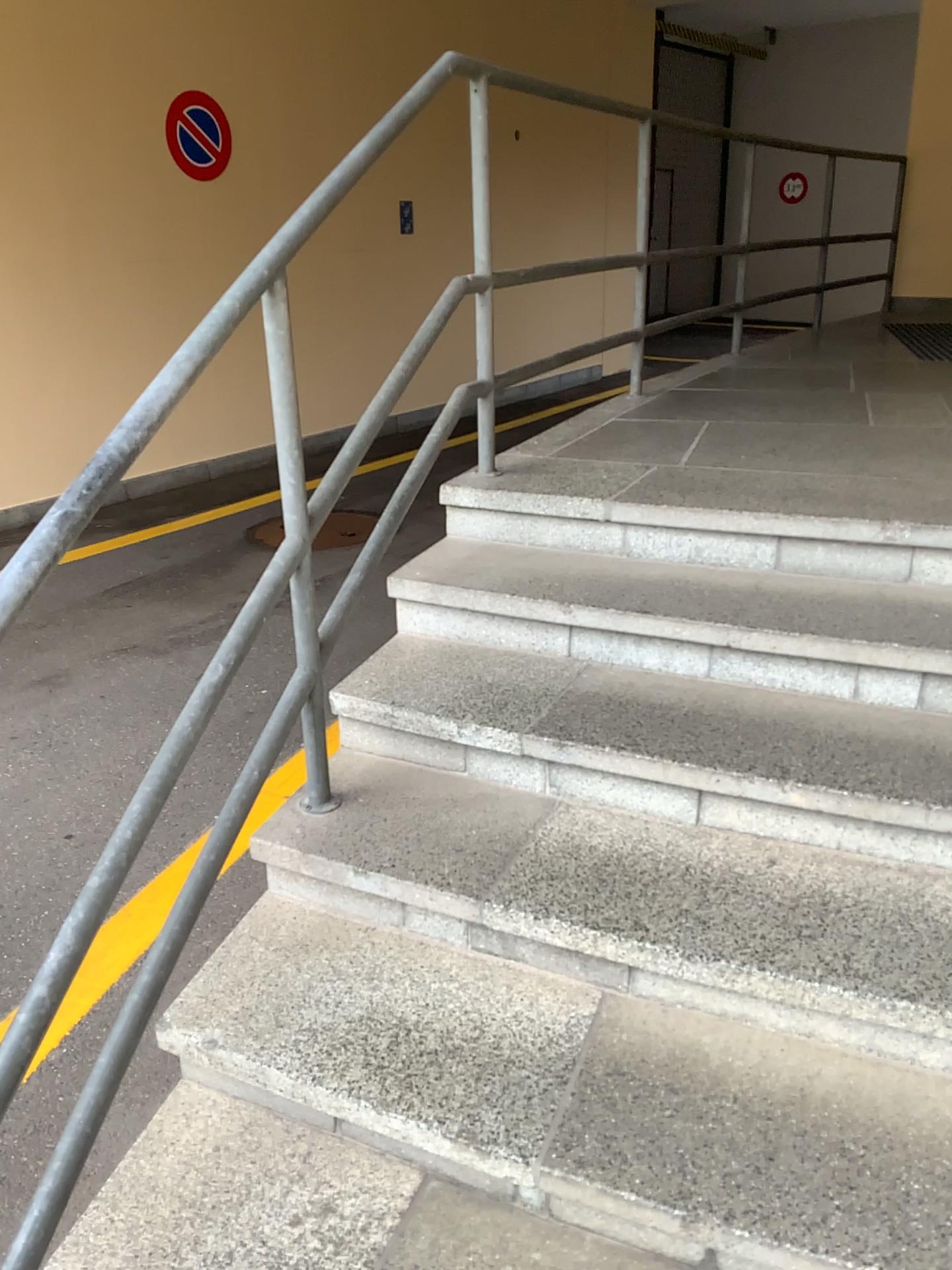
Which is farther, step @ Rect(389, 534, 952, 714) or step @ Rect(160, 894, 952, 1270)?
step @ Rect(389, 534, 952, 714)

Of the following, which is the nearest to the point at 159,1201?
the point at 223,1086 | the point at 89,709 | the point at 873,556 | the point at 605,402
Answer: the point at 223,1086

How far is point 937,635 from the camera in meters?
2.0

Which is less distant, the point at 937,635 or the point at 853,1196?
the point at 853,1196

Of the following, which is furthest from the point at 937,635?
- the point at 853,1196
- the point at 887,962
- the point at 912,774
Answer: the point at 853,1196

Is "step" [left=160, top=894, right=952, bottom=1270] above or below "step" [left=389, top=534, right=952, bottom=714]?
below

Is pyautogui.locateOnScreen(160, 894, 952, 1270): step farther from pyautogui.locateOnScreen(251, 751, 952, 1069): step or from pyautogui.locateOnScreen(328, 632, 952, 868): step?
pyautogui.locateOnScreen(328, 632, 952, 868): step

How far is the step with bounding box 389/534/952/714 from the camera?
2.03m

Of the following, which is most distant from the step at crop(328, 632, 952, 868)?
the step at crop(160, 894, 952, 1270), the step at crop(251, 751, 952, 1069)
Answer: the step at crop(160, 894, 952, 1270)
